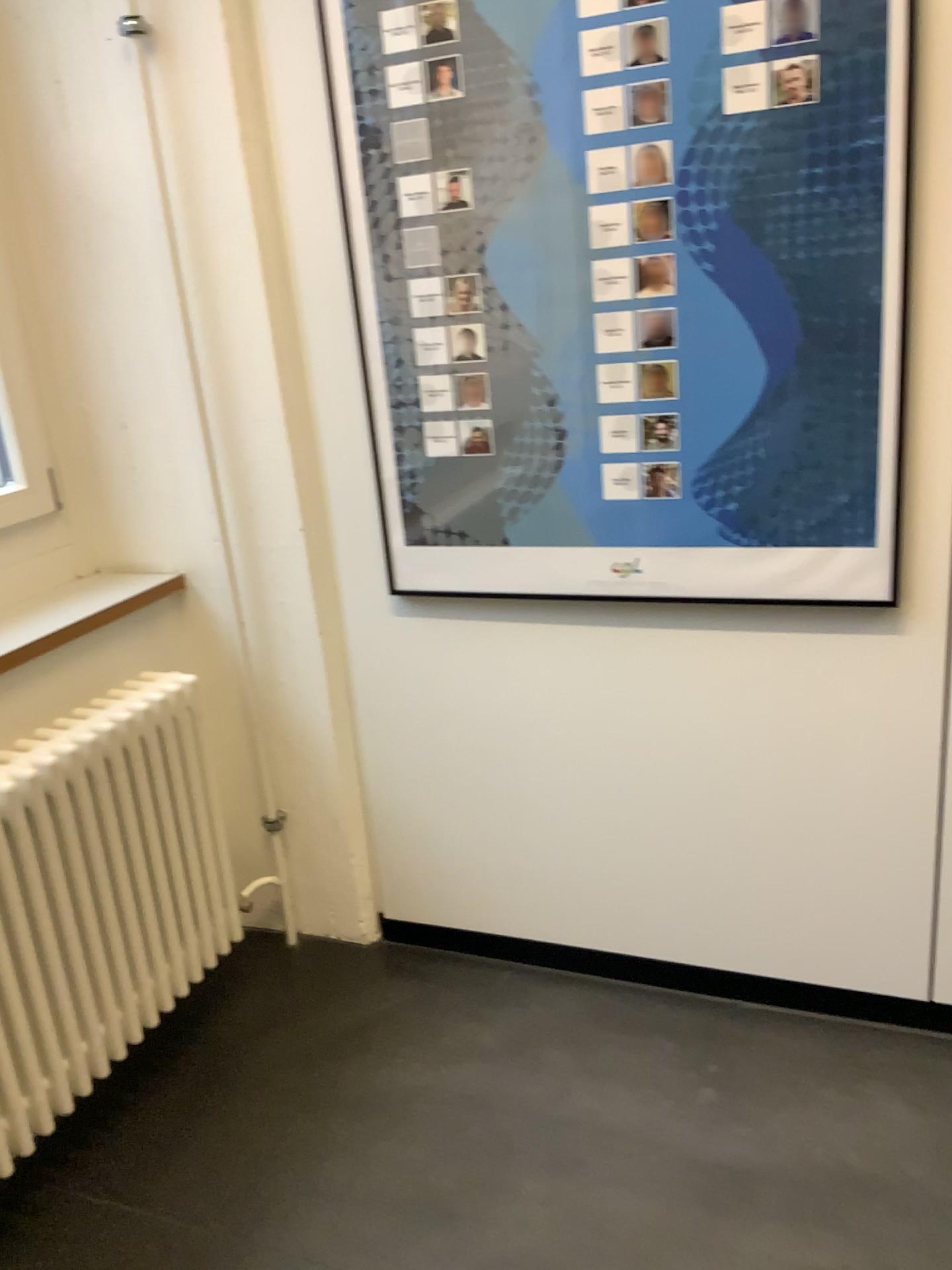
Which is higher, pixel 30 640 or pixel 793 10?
pixel 793 10

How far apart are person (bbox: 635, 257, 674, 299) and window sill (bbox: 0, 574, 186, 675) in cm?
108

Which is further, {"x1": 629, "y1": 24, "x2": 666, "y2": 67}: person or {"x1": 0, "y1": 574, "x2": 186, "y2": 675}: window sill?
{"x1": 0, "y1": 574, "x2": 186, "y2": 675}: window sill

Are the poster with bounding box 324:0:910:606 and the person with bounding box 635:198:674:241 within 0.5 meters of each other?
yes

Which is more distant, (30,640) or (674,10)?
(30,640)

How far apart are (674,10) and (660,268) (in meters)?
0.36

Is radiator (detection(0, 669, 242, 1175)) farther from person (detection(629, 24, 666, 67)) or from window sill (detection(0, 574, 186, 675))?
person (detection(629, 24, 666, 67))

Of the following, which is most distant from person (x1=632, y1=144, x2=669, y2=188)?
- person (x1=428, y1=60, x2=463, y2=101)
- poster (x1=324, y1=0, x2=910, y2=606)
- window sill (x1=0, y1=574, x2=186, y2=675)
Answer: window sill (x1=0, y1=574, x2=186, y2=675)

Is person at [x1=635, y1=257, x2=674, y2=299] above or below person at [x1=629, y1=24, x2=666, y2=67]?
below

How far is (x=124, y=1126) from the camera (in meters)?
1.93
